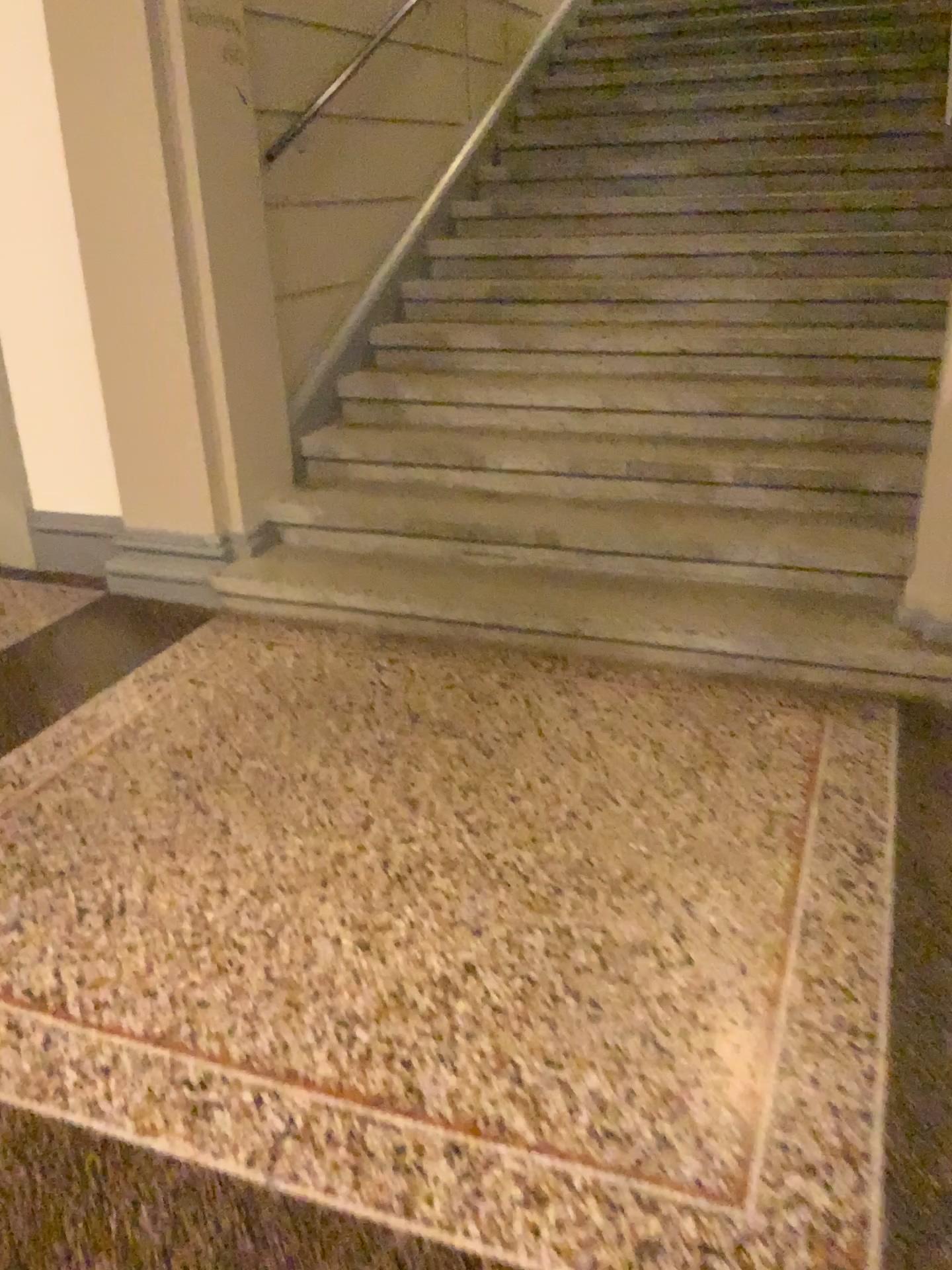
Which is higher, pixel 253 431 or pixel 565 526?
pixel 253 431
